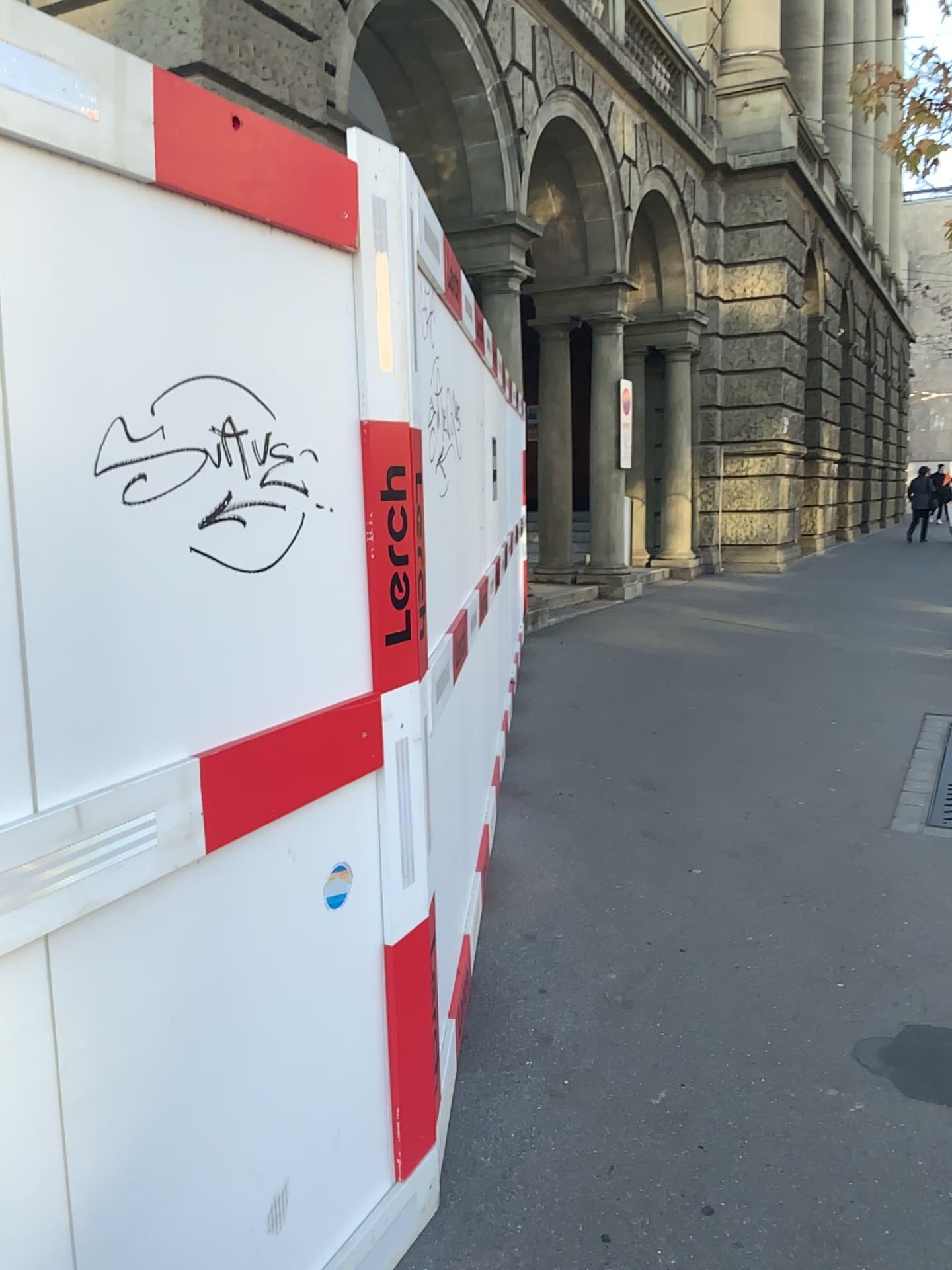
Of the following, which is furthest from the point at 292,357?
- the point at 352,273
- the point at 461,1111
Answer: the point at 461,1111

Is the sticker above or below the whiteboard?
below

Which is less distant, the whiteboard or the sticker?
the whiteboard

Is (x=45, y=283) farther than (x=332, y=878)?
No

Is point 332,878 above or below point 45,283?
below
